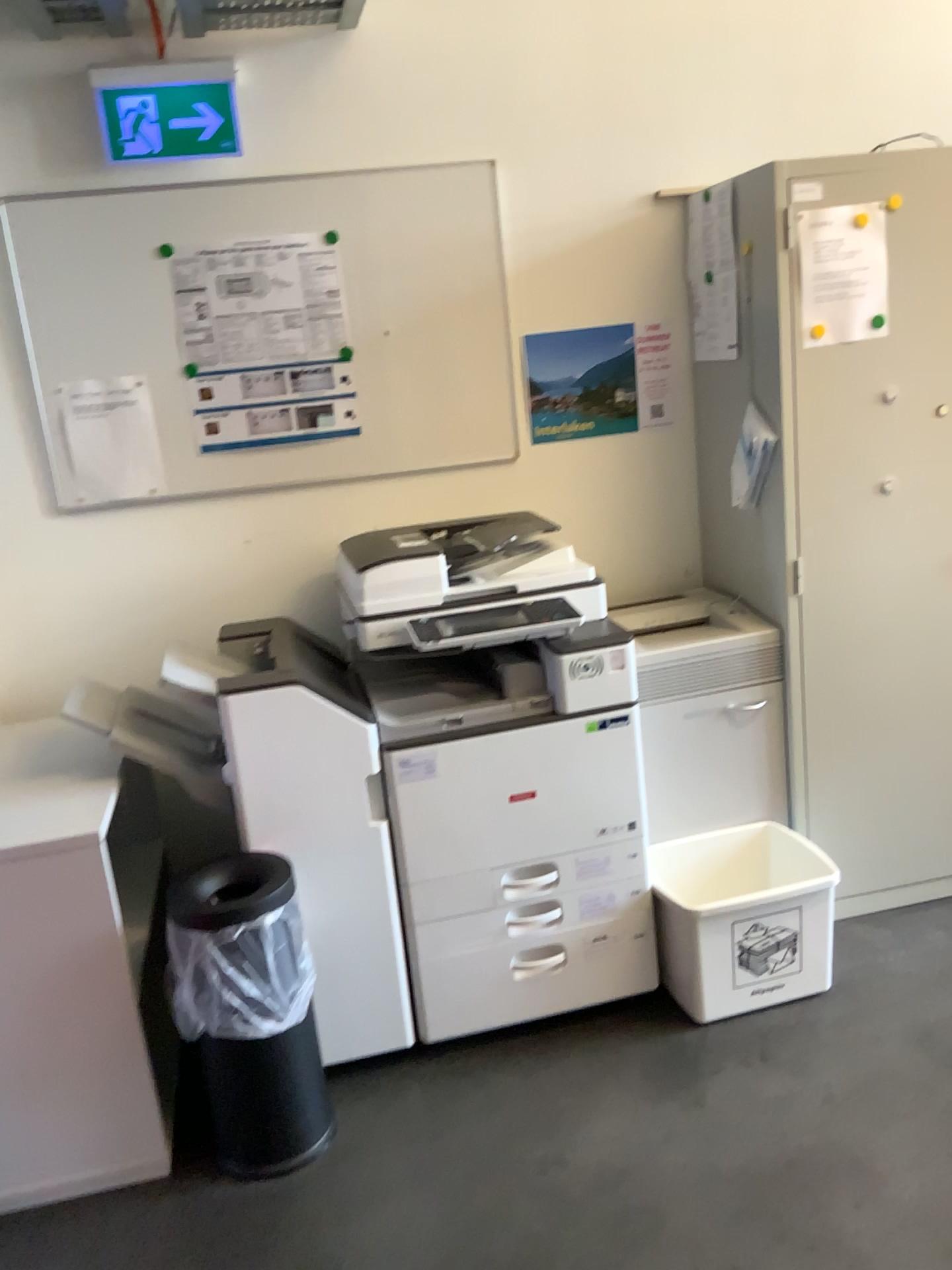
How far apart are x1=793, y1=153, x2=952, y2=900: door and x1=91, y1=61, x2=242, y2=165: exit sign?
1.40m

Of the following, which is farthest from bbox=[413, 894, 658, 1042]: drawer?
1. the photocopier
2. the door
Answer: the door

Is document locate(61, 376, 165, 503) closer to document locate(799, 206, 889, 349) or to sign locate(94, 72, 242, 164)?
sign locate(94, 72, 242, 164)

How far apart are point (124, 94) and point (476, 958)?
2.2m

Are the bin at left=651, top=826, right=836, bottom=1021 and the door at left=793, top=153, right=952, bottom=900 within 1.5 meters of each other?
yes

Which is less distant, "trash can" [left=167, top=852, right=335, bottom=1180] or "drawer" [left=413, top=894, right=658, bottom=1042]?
"trash can" [left=167, top=852, right=335, bottom=1180]

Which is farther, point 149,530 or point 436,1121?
point 149,530

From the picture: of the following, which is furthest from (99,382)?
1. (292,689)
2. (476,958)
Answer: (476,958)

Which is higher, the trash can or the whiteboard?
the whiteboard

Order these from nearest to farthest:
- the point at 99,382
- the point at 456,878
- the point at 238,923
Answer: the point at 238,923, the point at 456,878, the point at 99,382
